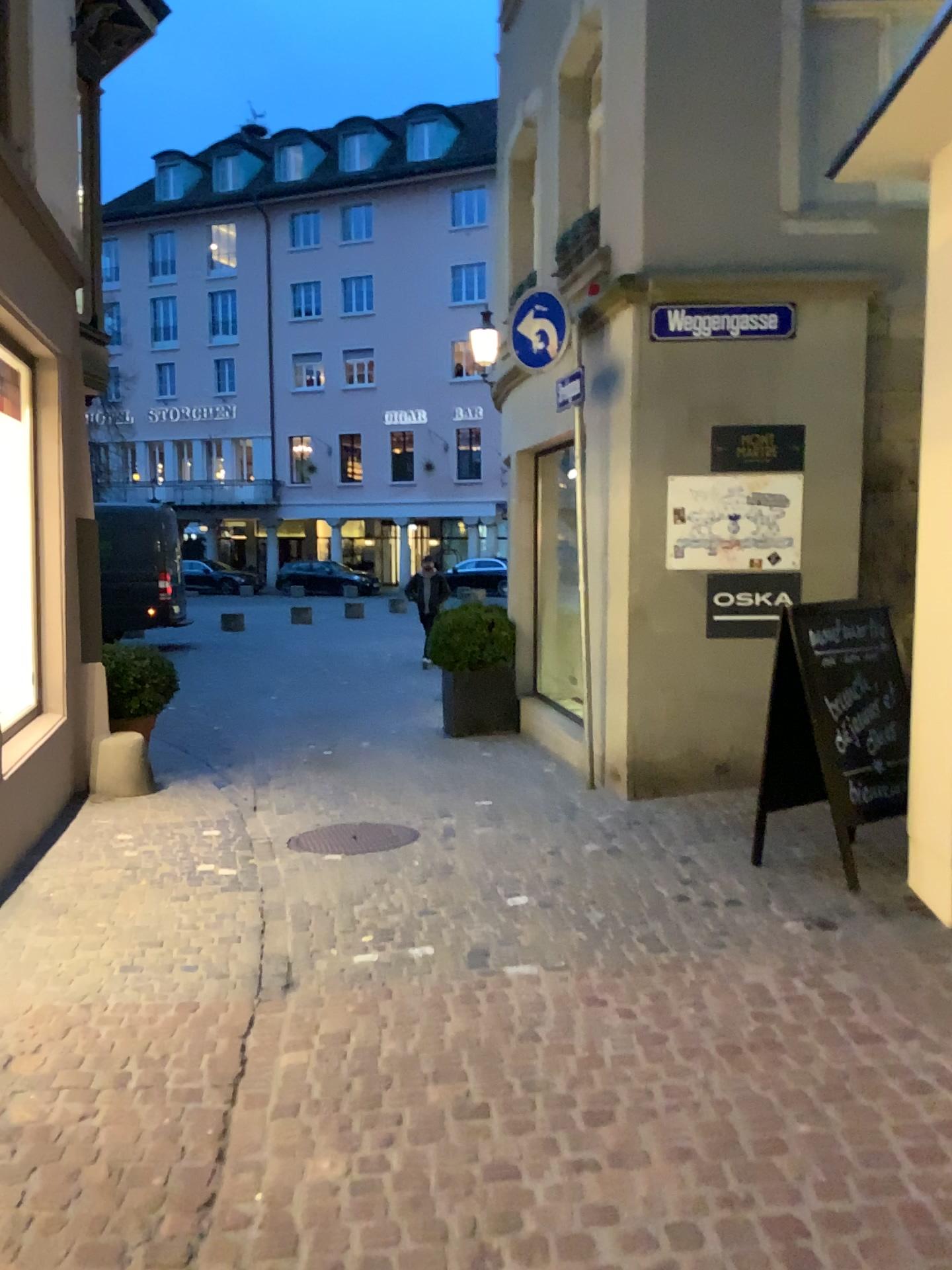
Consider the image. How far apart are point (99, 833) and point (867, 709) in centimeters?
391cm

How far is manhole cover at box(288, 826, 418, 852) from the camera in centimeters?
532cm

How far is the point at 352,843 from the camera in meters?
5.3
